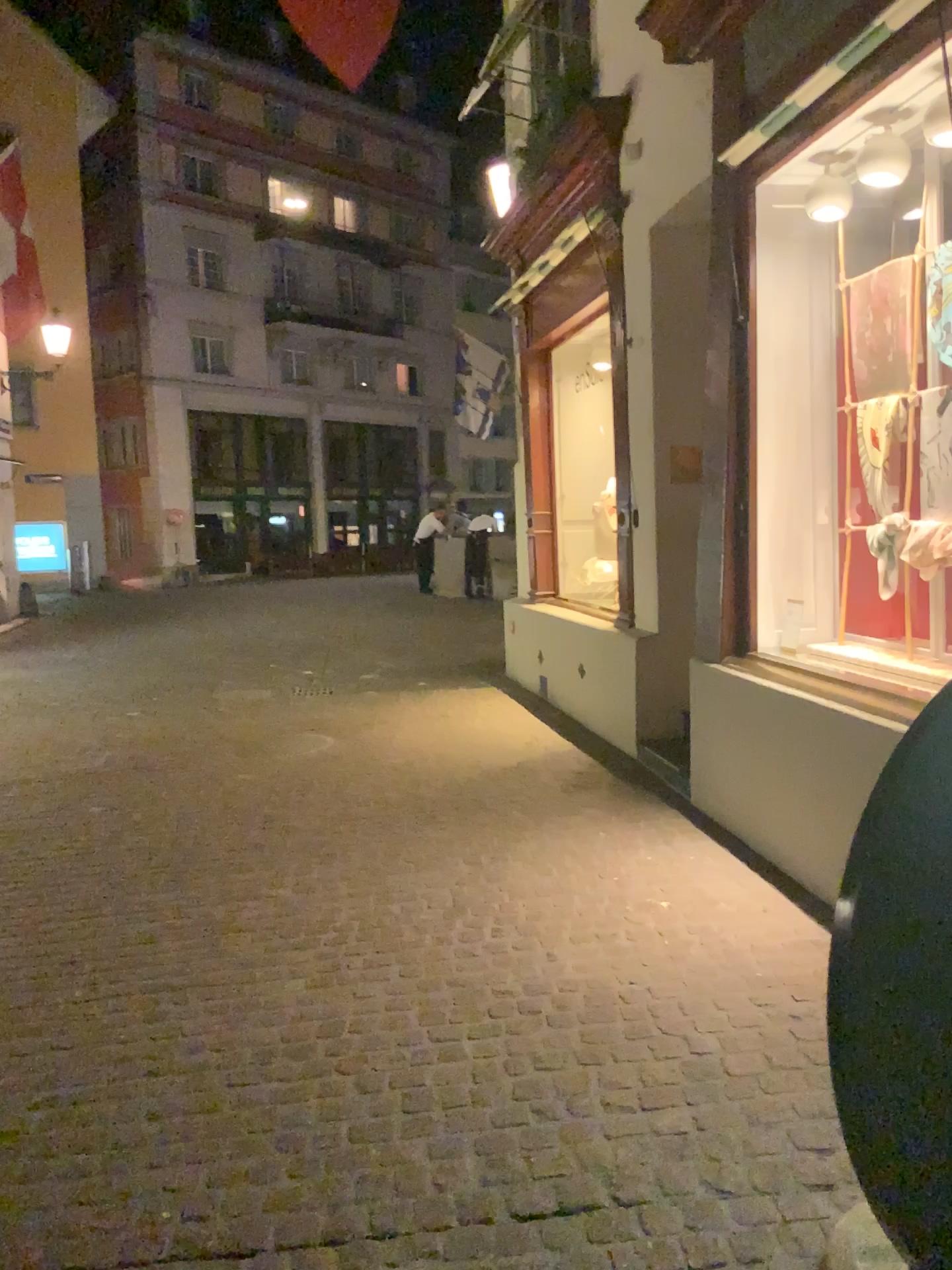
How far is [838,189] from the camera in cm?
416

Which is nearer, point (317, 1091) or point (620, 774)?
point (317, 1091)

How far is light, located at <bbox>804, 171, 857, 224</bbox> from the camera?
4.16m

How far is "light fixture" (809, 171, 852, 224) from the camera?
4.16m

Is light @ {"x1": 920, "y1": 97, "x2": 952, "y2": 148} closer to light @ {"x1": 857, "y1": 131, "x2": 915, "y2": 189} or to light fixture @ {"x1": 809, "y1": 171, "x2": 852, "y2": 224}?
light @ {"x1": 857, "y1": 131, "x2": 915, "y2": 189}

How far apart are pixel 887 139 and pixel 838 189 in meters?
0.5 m

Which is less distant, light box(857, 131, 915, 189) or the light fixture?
light box(857, 131, 915, 189)

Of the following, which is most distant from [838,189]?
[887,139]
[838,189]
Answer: [887,139]

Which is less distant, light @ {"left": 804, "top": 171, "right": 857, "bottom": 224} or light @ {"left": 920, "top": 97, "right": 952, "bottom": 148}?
light @ {"left": 920, "top": 97, "right": 952, "bottom": 148}

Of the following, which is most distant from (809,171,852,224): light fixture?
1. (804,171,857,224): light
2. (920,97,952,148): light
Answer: (920,97,952,148): light
